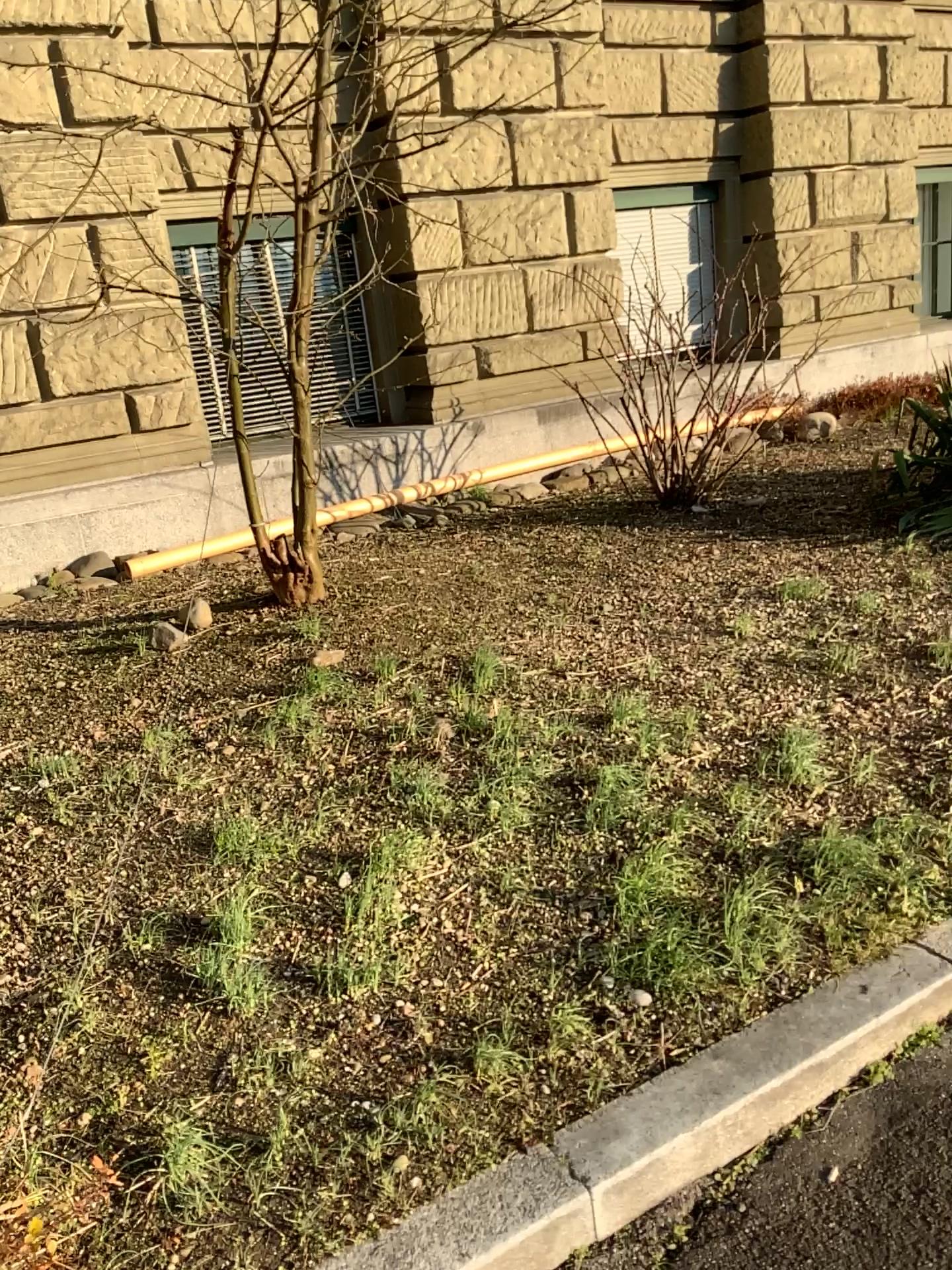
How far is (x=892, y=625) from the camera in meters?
4.1 m
